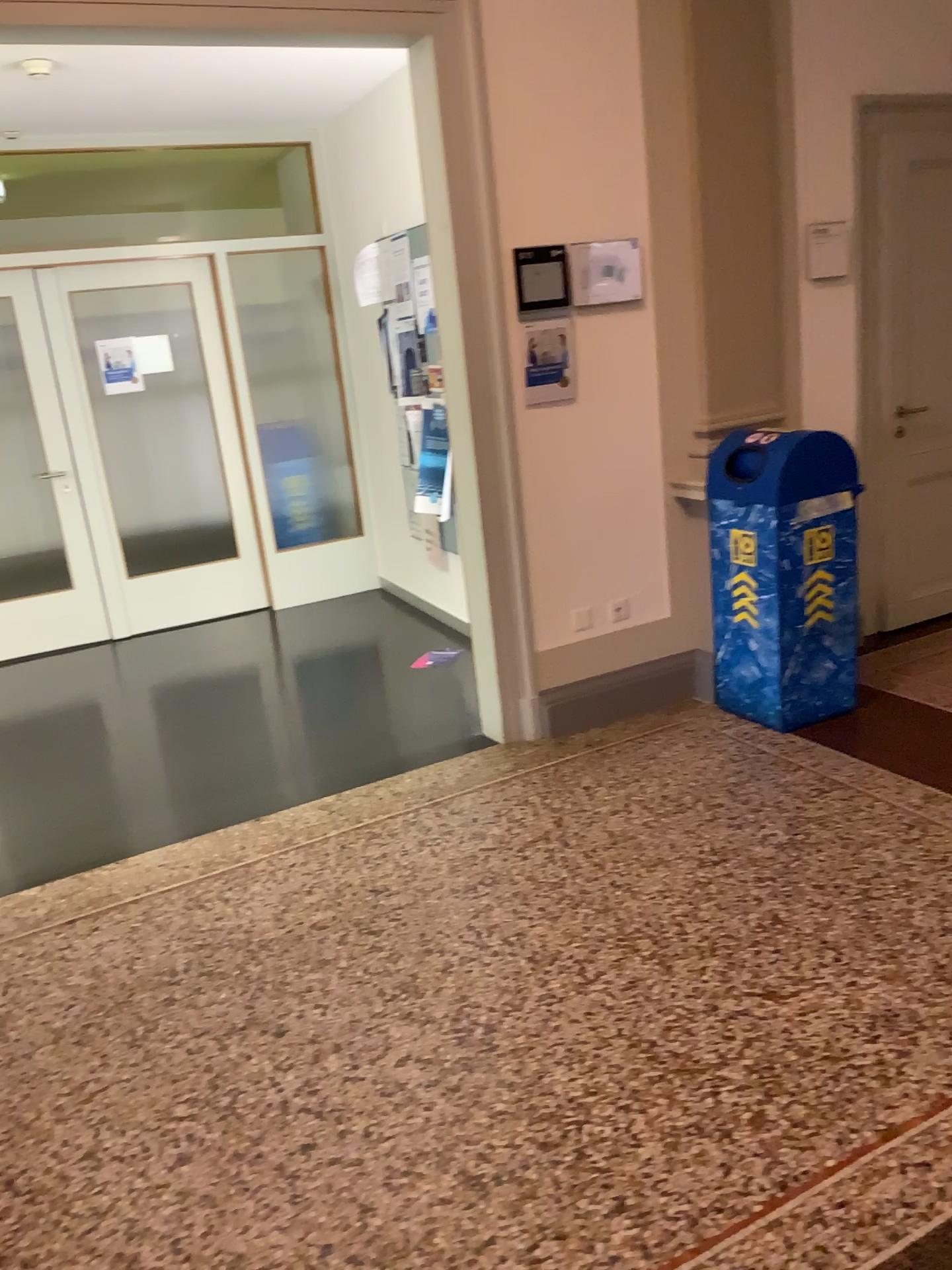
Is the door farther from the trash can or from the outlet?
the outlet

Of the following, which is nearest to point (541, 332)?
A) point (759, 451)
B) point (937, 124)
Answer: point (759, 451)

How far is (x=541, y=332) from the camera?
3.78m

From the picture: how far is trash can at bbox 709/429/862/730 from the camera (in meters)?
3.69

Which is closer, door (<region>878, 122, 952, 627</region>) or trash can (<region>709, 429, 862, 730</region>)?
trash can (<region>709, 429, 862, 730</region>)

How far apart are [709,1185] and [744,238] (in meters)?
3.36

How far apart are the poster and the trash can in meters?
0.6

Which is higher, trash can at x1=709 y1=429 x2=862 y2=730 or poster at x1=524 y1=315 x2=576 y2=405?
poster at x1=524 y1=315 x2=576 y2=405

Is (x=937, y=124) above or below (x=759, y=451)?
above

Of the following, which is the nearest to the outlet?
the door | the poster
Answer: the poster
